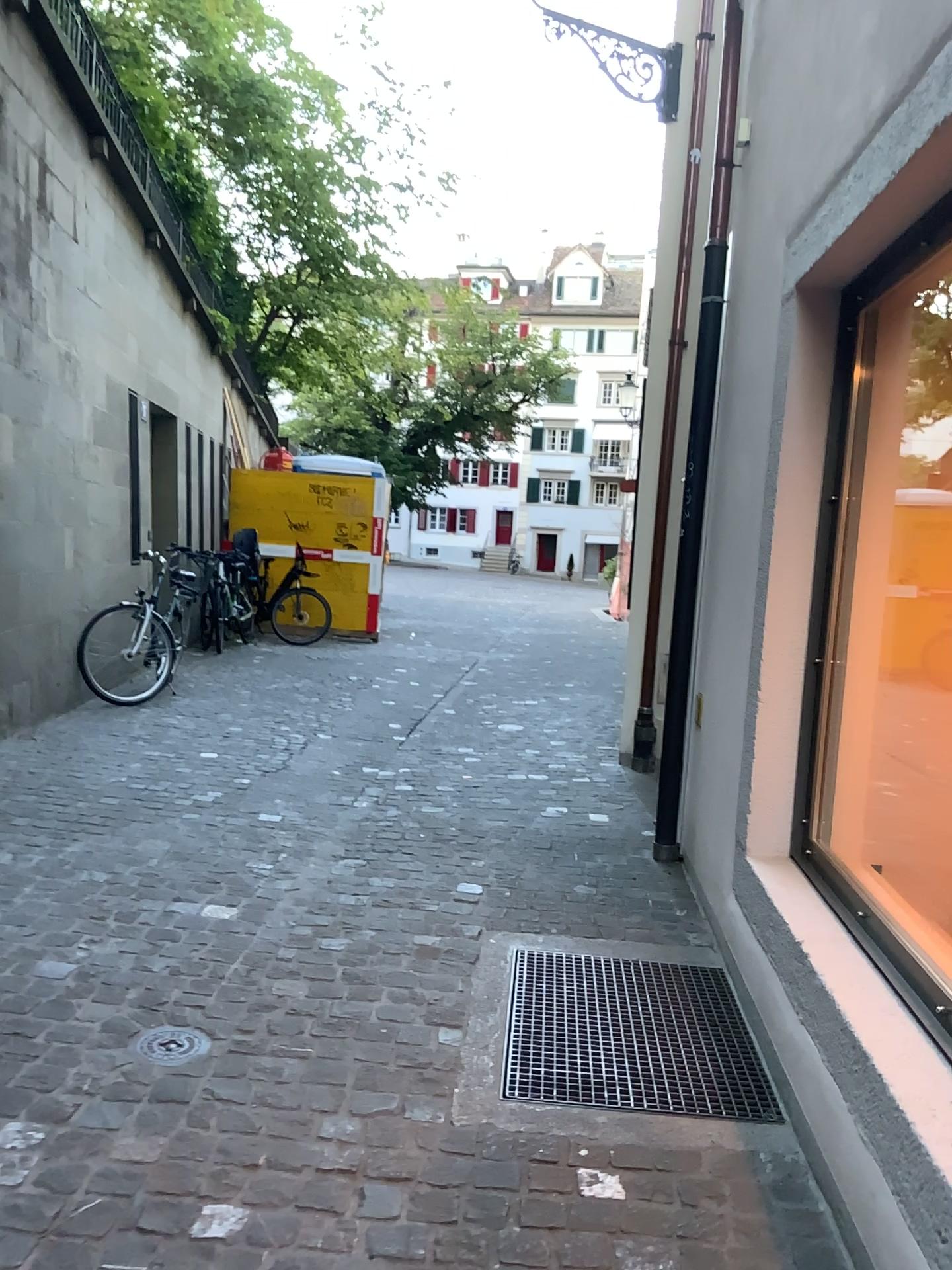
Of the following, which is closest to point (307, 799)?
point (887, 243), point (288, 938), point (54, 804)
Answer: point (54, 804)

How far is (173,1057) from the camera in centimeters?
249cm

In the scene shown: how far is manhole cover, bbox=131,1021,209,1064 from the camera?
2.5m
